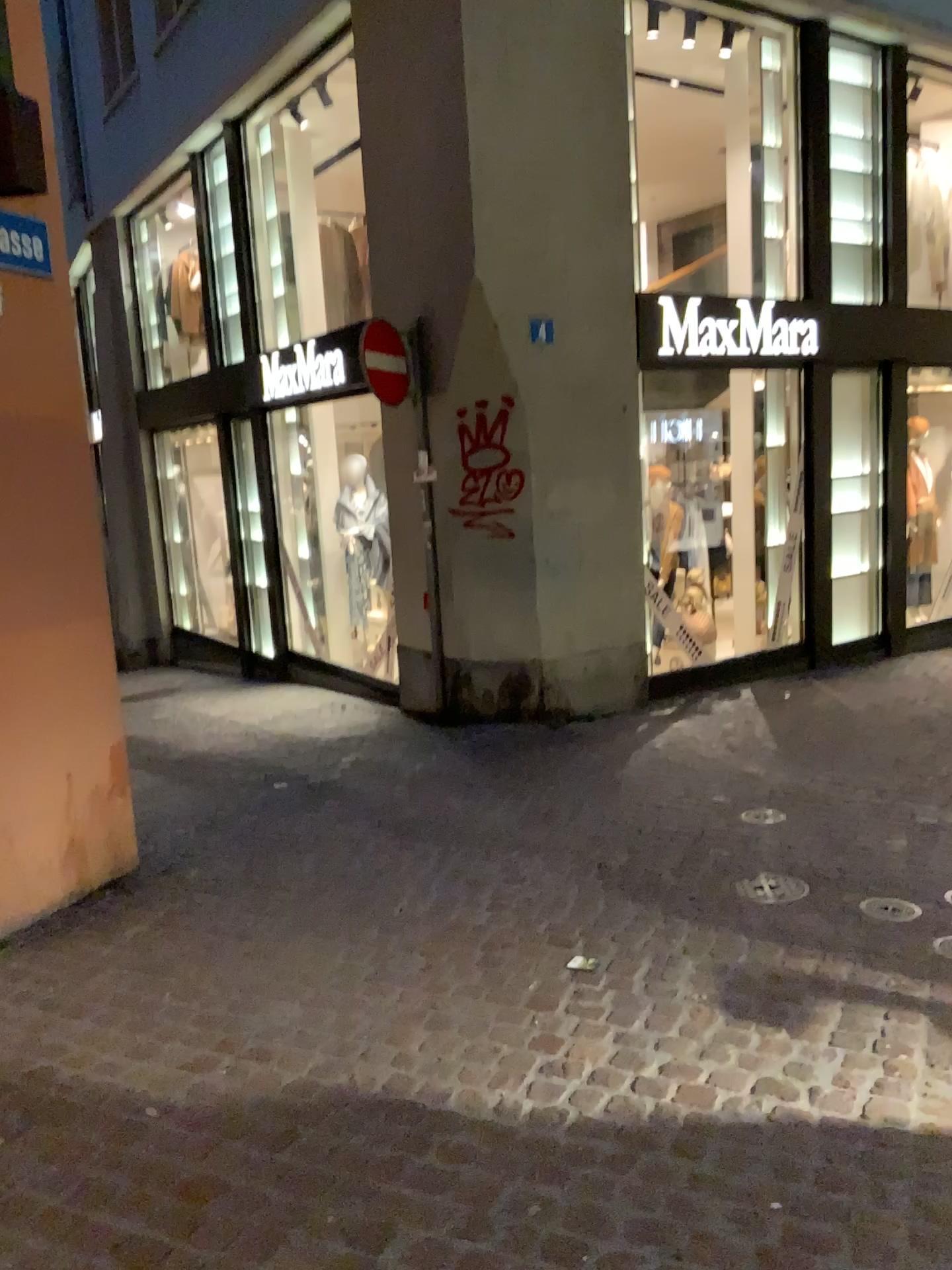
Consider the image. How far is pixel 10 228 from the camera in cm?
368

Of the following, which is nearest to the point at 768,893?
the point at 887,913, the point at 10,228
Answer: the point at 887,913

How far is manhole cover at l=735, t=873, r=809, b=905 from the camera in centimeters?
386cm

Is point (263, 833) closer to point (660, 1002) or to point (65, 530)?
point (65, 530)

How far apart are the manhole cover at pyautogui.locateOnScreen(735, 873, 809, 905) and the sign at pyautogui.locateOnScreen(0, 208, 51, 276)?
3.4 meters

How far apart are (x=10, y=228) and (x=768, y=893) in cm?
359

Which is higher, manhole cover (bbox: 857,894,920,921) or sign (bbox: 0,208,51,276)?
sign (bbox: 0,208,51,276)

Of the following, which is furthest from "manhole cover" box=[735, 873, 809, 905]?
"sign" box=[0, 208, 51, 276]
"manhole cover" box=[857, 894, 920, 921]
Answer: "sign" box=[0, 208, 51, 276]

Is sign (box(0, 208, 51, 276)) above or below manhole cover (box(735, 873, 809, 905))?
above

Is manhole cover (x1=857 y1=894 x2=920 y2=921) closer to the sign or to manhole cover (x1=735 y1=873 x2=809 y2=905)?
manhole cover (x1=735 y1=873 x2=809 y2=905)
